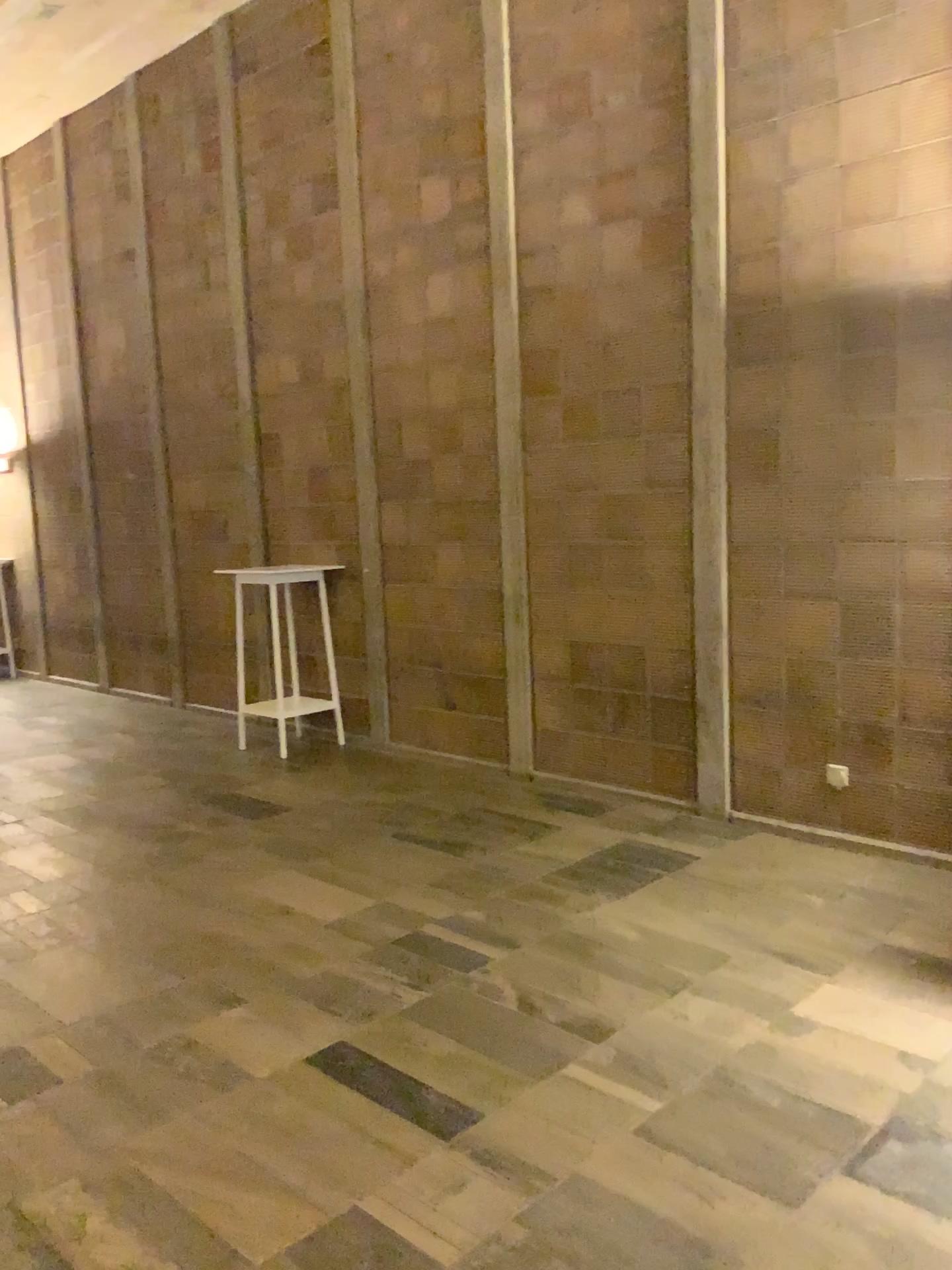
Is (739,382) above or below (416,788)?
above
